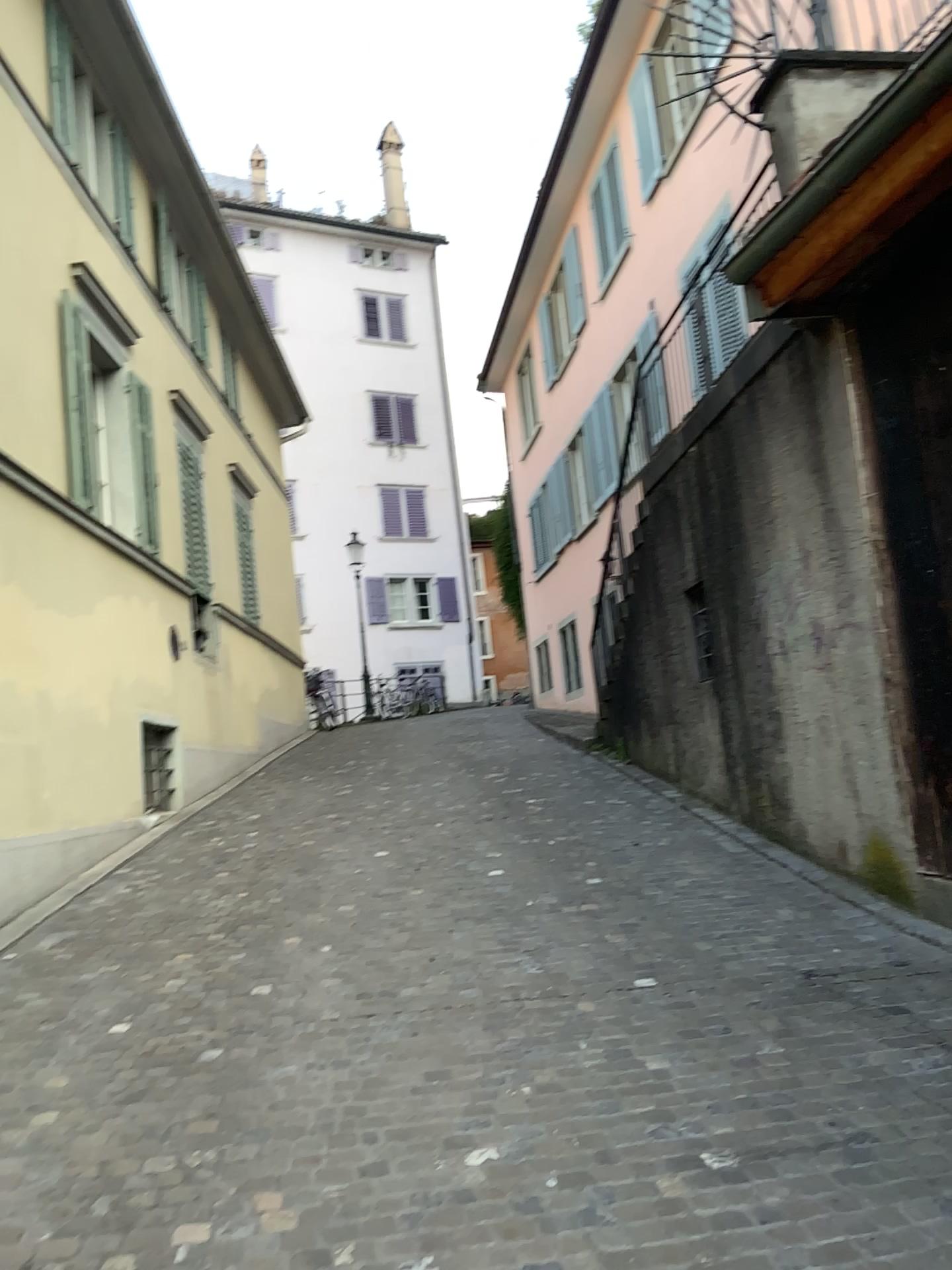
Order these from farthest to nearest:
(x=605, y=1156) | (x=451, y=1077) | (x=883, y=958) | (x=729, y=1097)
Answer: (x=883, y=958), (x=451, y=1077), (x=729, y=1097), (x=605, y=1156)
